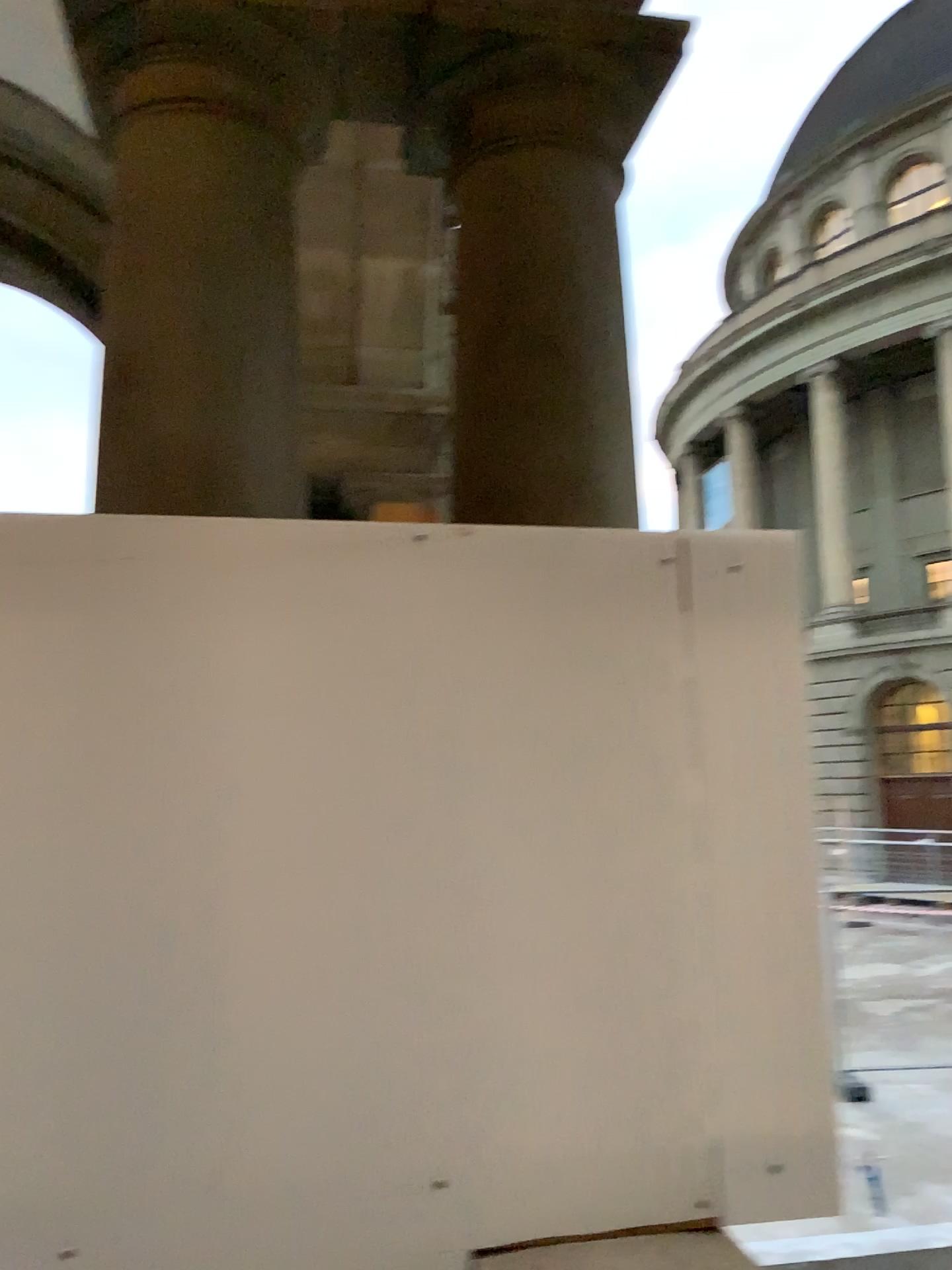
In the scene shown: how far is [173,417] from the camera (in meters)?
1.80

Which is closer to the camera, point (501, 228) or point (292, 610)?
point (292, 610)

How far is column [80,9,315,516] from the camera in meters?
1.8
